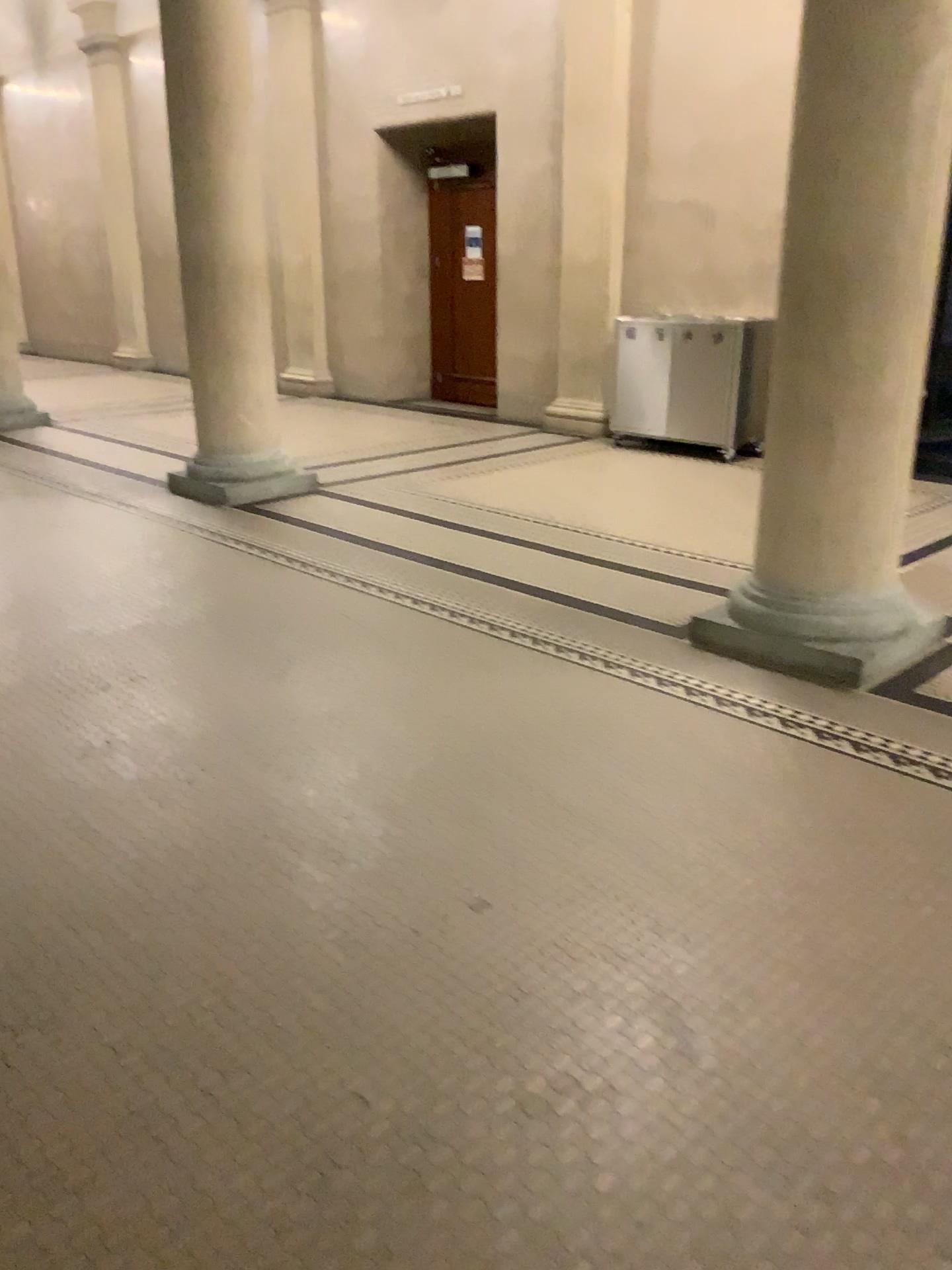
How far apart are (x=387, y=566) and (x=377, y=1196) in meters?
3.8 m
